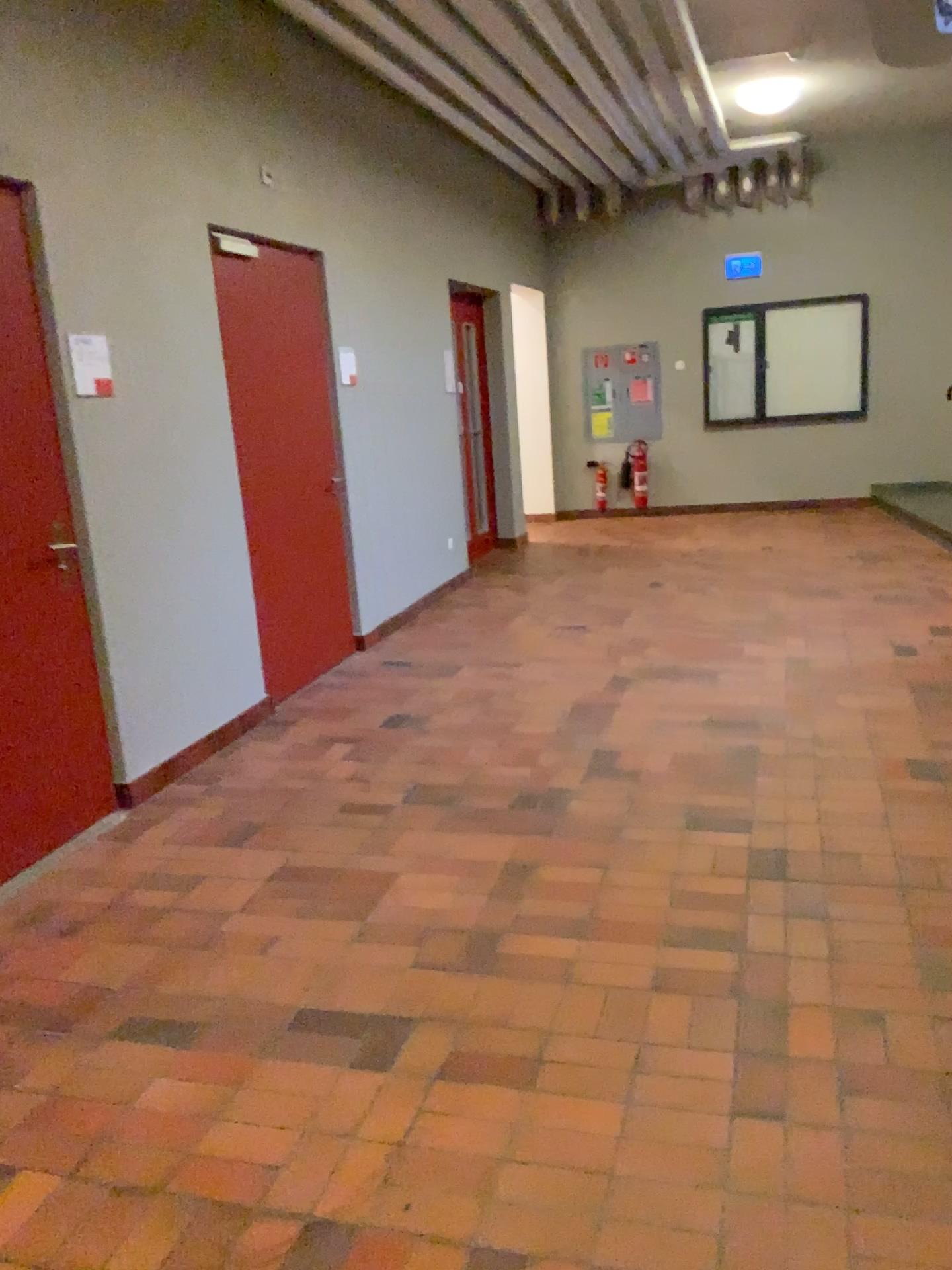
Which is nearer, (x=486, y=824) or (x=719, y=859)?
(x=719, y=859)

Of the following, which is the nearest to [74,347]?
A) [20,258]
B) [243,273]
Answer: [20,258]

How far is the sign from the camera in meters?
3.7

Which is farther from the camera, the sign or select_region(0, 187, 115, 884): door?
the sign

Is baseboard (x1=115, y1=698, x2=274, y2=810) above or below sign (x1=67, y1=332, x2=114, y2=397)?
below

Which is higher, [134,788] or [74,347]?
[74,347]

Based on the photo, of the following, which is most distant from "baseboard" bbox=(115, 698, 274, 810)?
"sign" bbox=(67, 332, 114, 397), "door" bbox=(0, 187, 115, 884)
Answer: "sign" bbox=(67, 332, 114, 397)

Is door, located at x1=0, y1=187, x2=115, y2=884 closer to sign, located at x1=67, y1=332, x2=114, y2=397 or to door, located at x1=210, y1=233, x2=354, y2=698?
sign, located at x1=67, y1=332, x2=114, y2=397

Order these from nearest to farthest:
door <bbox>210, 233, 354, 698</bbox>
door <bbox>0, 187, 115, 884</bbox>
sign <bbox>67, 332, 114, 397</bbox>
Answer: door <bbox>0, 187, 115, 884</bbox>
sign <bbox>67, 332, 114, 397</bbox>
door <bbox>210, 233, 354, 698</bbox>

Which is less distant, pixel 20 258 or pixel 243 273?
pixel 20 258
